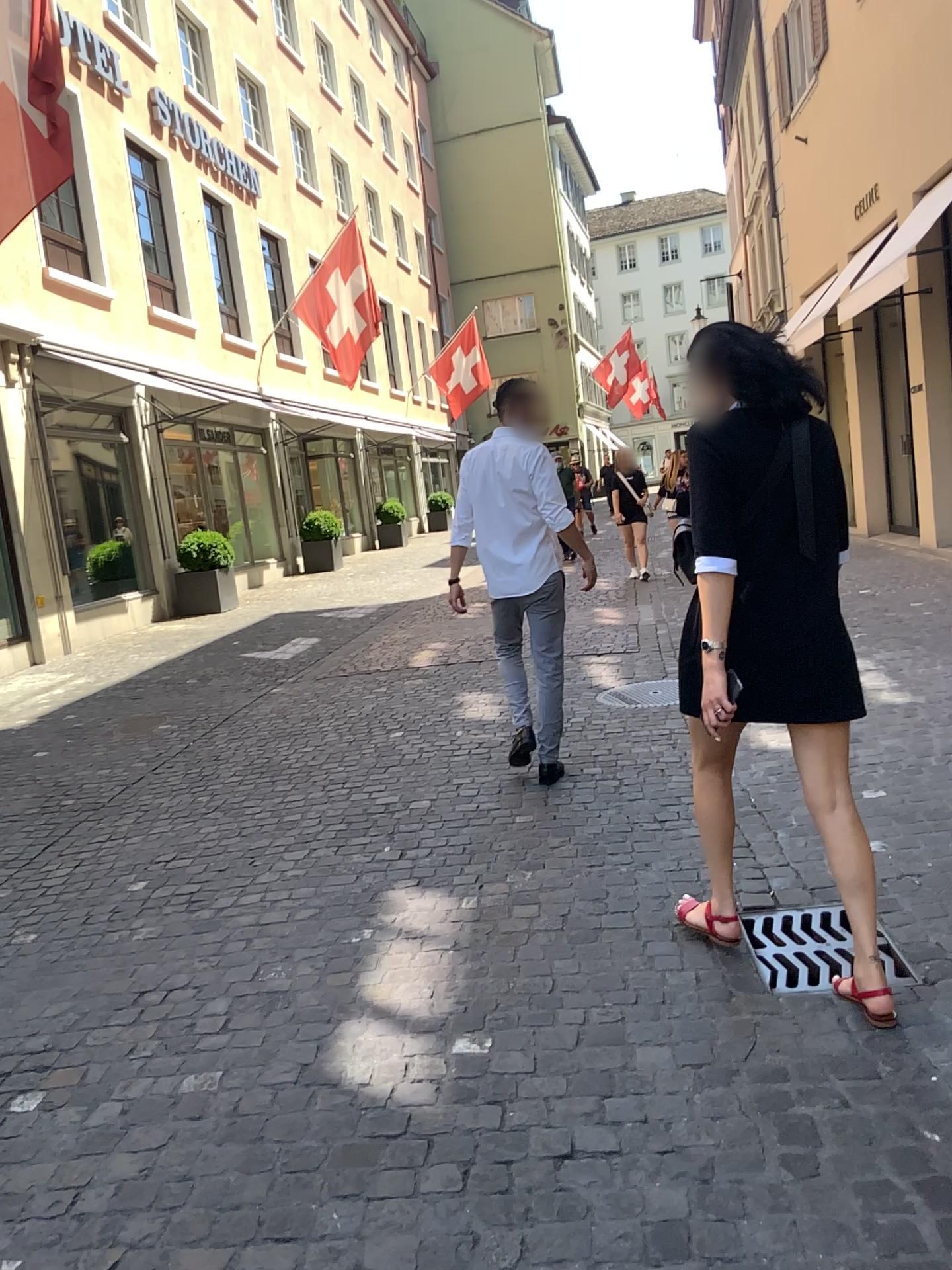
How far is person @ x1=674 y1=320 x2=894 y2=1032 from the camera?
2.5m

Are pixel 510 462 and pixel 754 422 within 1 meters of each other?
no

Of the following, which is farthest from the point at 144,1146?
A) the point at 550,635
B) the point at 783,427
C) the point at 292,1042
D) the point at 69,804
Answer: the point at 69,804

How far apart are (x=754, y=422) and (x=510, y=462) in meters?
2.0

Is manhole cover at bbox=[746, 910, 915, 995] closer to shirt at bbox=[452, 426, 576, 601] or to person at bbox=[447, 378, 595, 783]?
person at bbox=[447, 378, 595, 783]

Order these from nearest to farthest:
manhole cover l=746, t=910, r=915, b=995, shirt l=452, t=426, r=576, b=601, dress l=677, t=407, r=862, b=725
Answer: dress l=677, t=407, r=862, b=725 → manhole cover l=746, t=910, r=915, b=995 → shirt l=452, t=426, r=576, b=601

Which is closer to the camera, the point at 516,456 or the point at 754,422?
the point at 754,422

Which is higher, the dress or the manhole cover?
the dress

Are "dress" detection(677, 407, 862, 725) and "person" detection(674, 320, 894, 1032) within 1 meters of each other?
yes

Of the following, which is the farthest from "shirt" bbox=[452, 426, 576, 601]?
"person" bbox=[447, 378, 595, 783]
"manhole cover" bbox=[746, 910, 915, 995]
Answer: "manhole cover" bbox=[746, 910, 915, 995]
